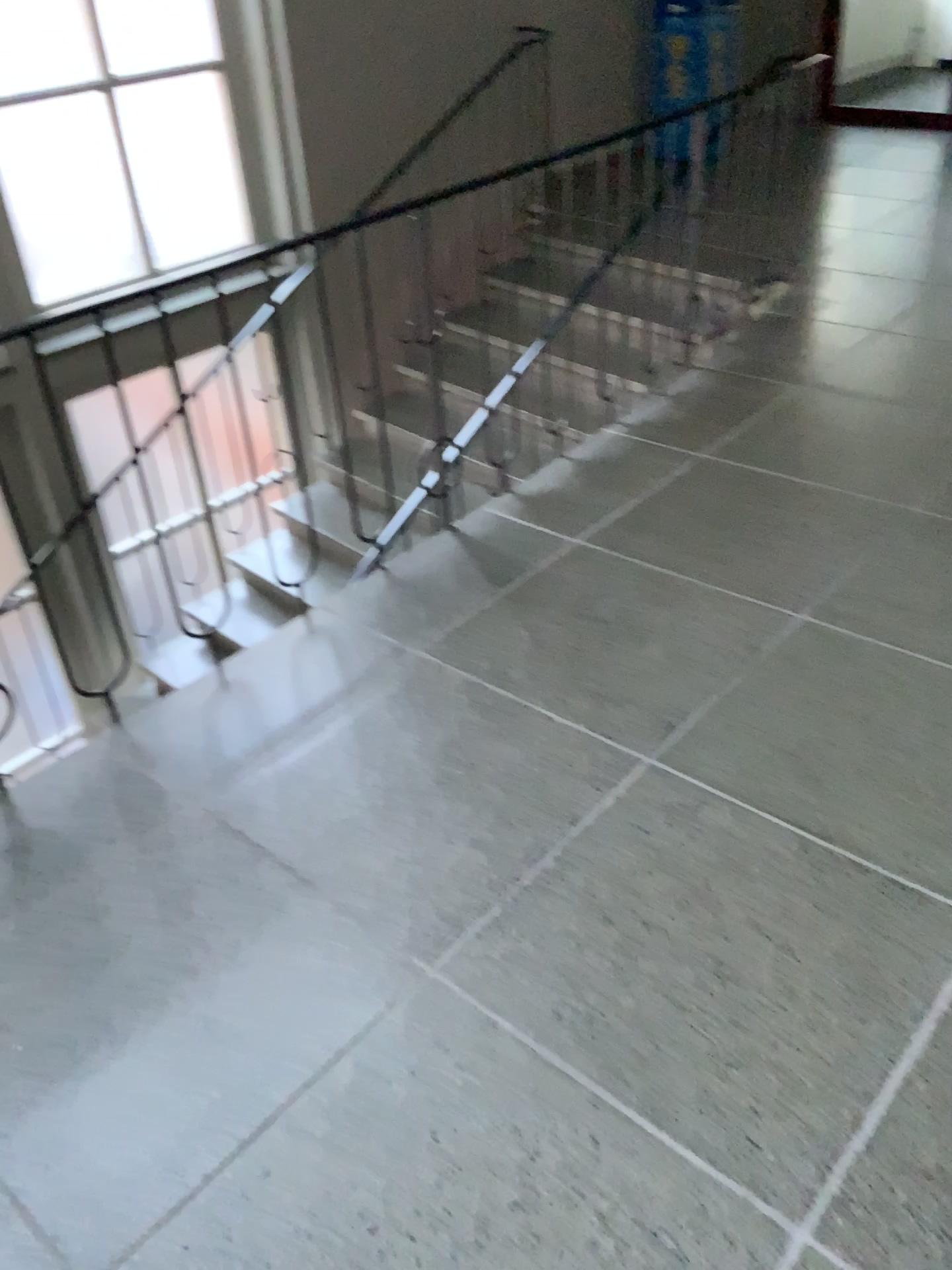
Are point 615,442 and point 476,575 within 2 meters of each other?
yes
